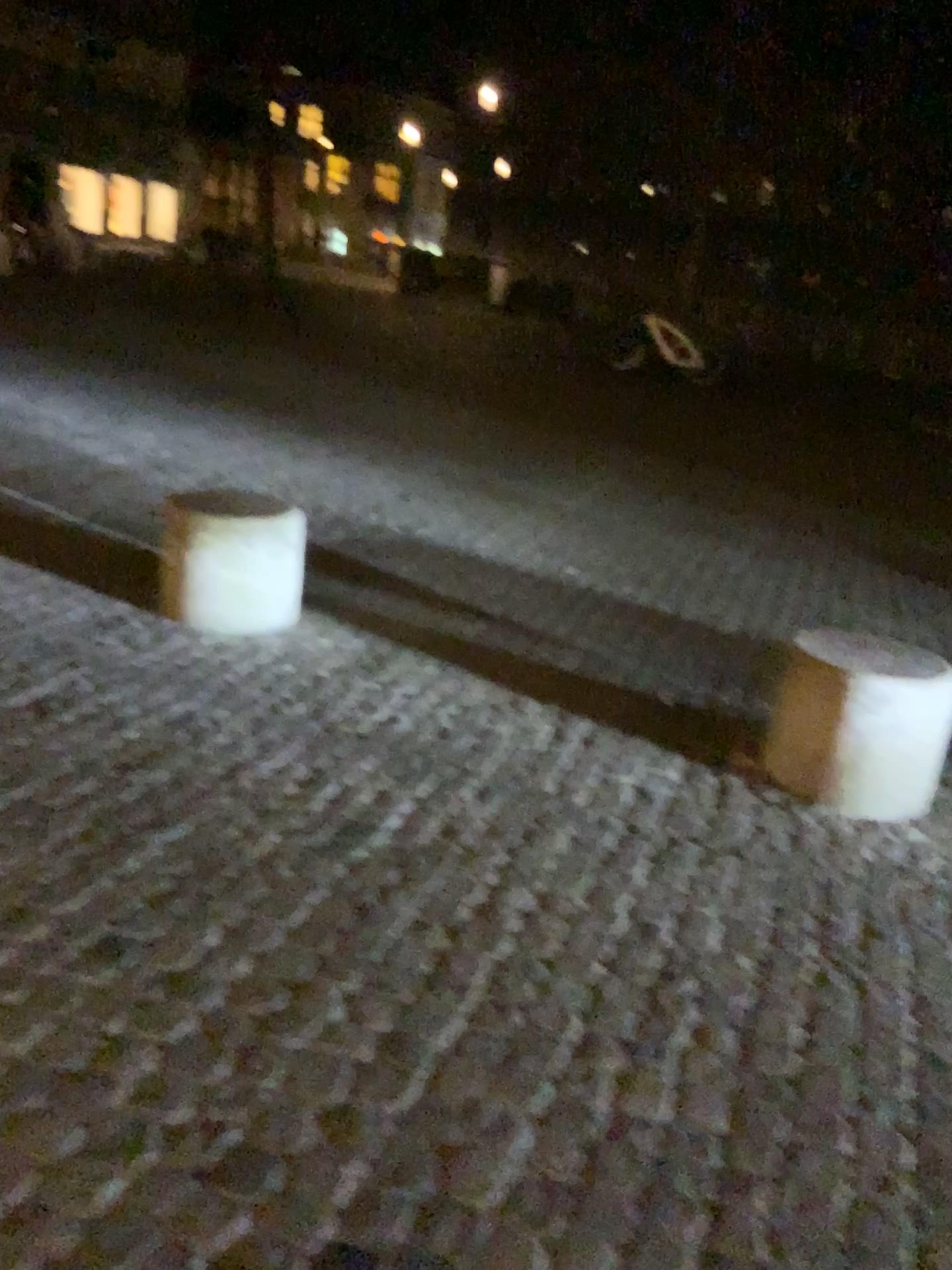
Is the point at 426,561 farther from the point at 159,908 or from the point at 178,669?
the point at 159,908

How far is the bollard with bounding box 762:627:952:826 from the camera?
3.1m

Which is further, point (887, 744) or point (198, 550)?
point (198, 550)

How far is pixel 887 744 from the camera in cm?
305

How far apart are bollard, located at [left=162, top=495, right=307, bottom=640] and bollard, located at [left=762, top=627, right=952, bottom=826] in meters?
1.9 m

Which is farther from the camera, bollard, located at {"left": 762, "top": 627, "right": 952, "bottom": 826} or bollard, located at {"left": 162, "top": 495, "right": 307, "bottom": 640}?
bollard, located at {"left": 162, "top": 495, "right": 307, "bottom": 640}

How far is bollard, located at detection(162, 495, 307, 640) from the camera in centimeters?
380cm

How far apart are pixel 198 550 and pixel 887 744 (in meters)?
2.37
